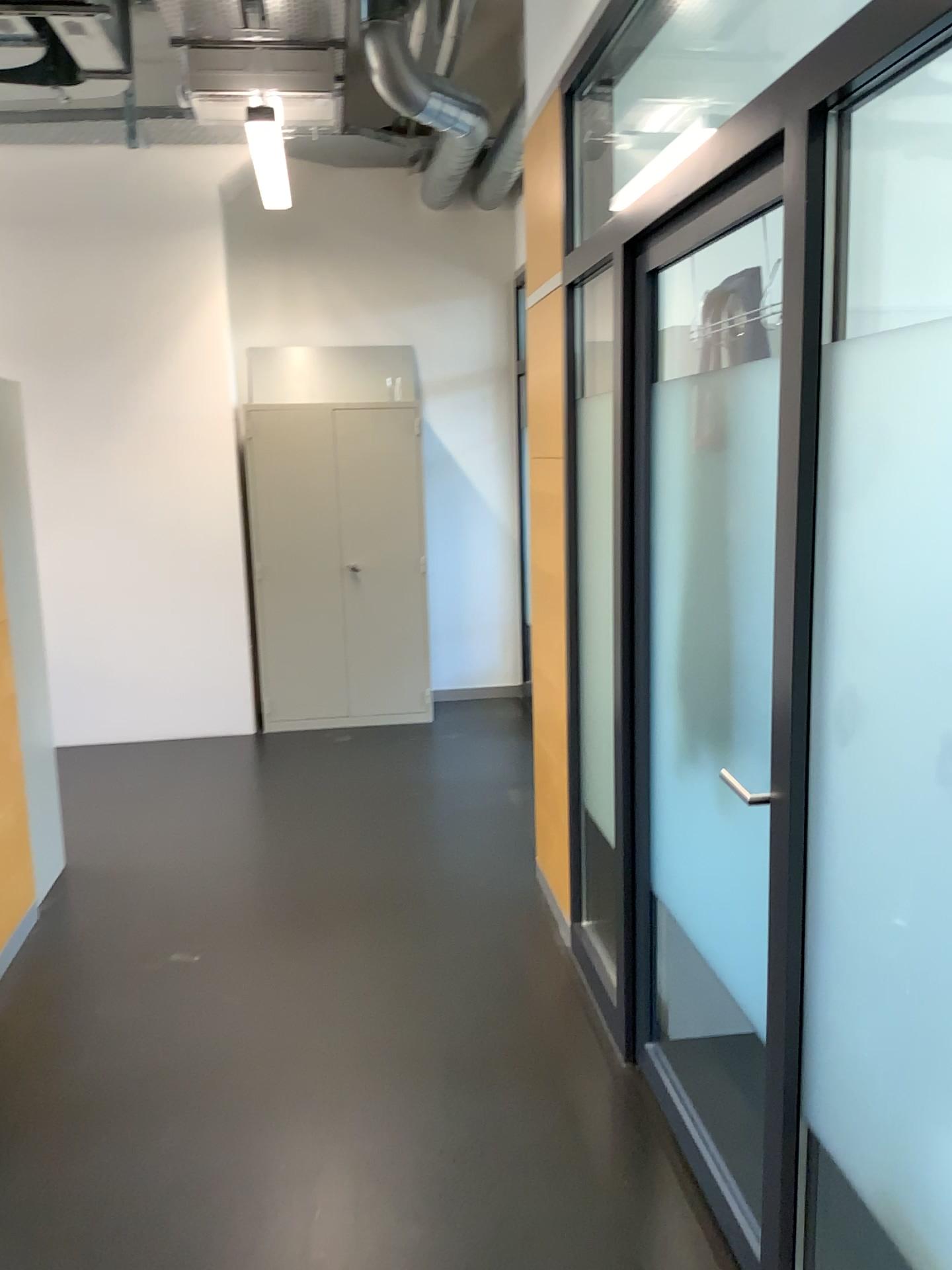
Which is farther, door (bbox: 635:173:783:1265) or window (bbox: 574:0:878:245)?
window (bbox: 574:0:878:245)

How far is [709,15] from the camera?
3.4 meters

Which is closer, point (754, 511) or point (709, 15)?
point (754, 511)

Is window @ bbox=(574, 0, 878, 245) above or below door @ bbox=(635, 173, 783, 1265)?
above

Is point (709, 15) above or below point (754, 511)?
above

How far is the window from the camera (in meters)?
3.39

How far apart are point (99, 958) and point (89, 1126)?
0.9m
